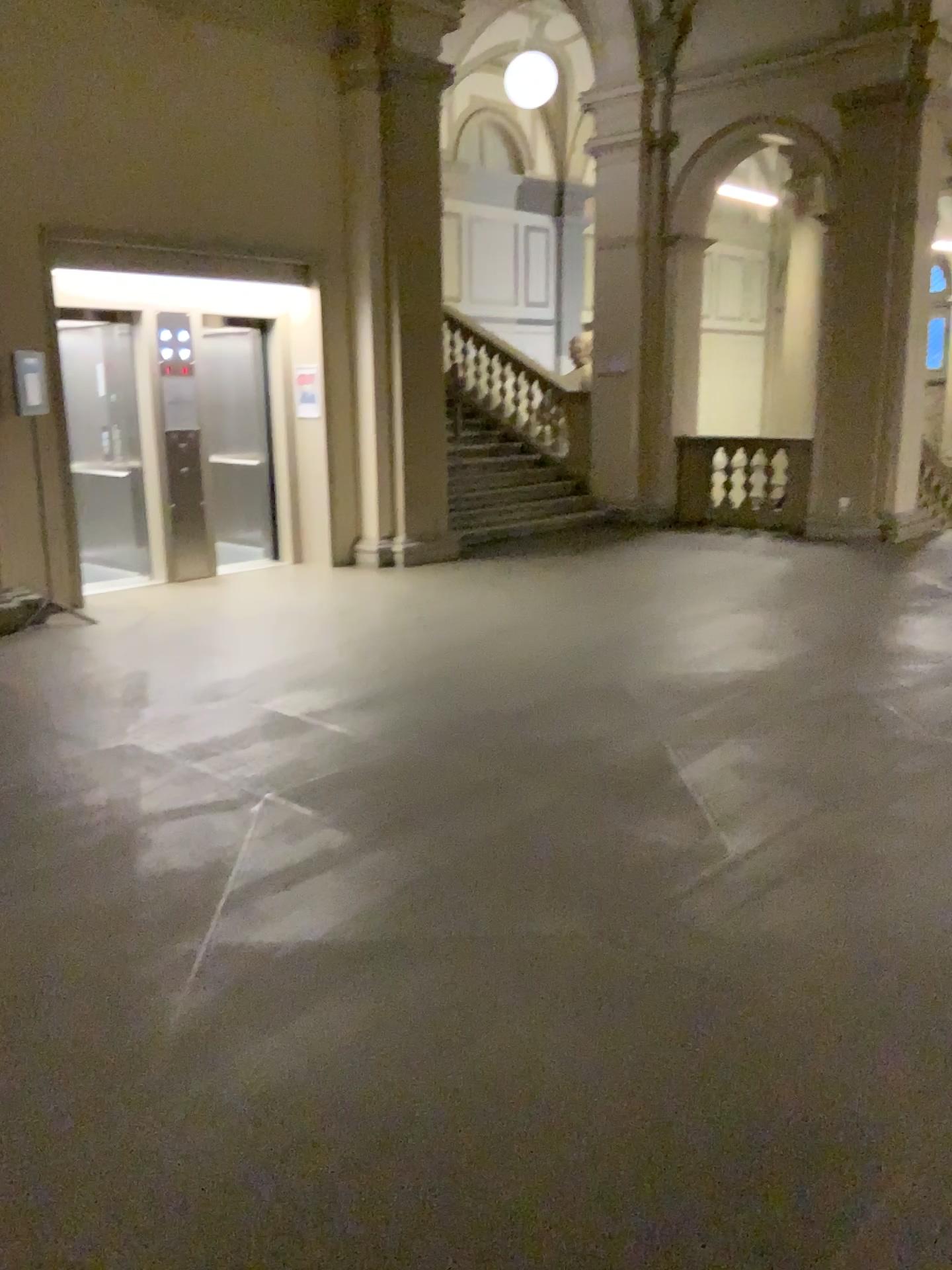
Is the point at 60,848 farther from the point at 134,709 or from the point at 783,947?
the point at 783,947
